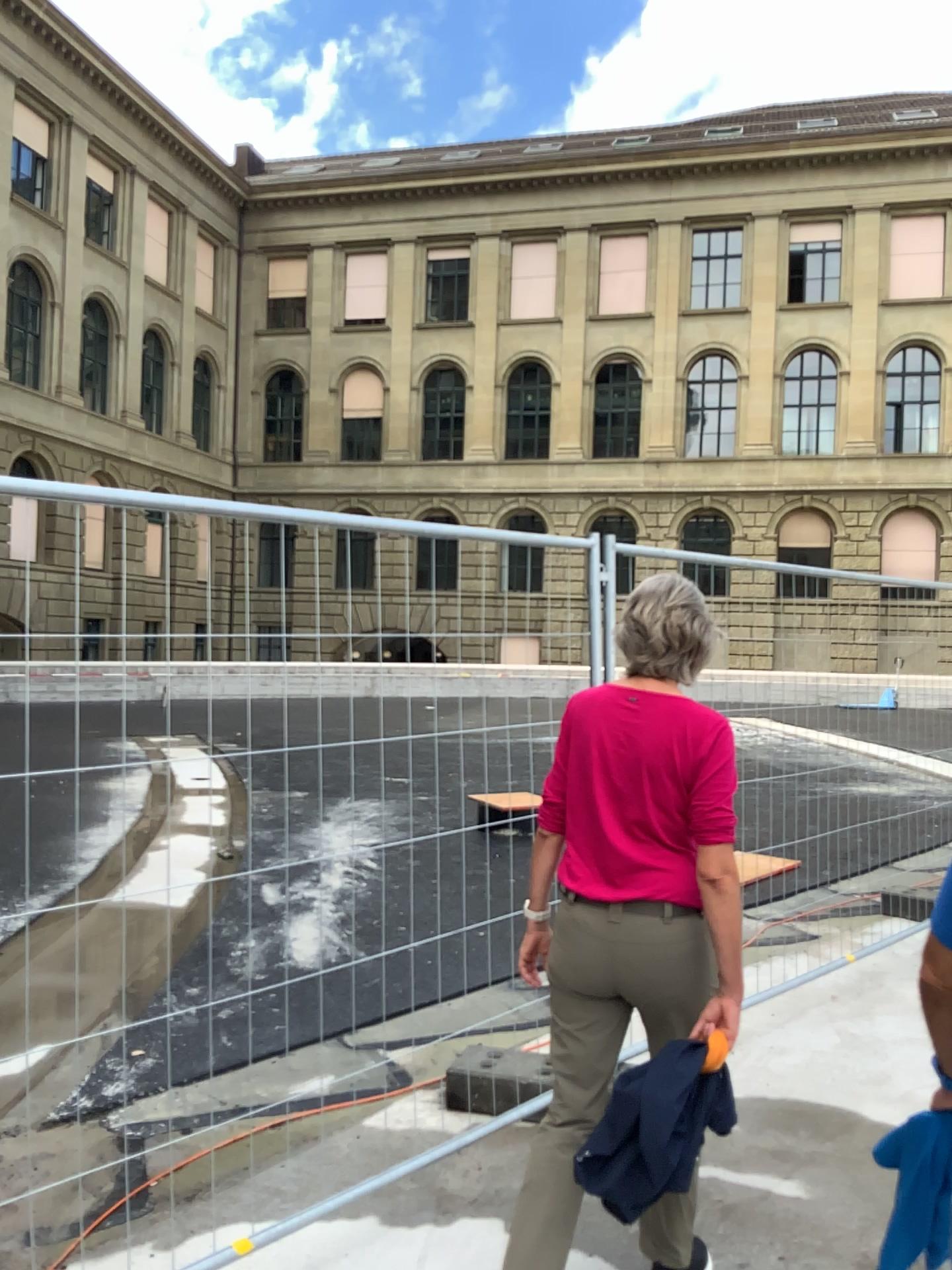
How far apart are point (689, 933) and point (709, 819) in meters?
0.3

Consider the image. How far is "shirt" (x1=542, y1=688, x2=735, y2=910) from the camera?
2.3 meters

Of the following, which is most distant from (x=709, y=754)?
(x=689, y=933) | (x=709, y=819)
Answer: (x=689, y=933)

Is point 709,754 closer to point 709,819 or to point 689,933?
point 709,819

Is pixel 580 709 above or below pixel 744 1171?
above

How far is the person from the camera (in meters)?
2.29

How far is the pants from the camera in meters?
2.3
